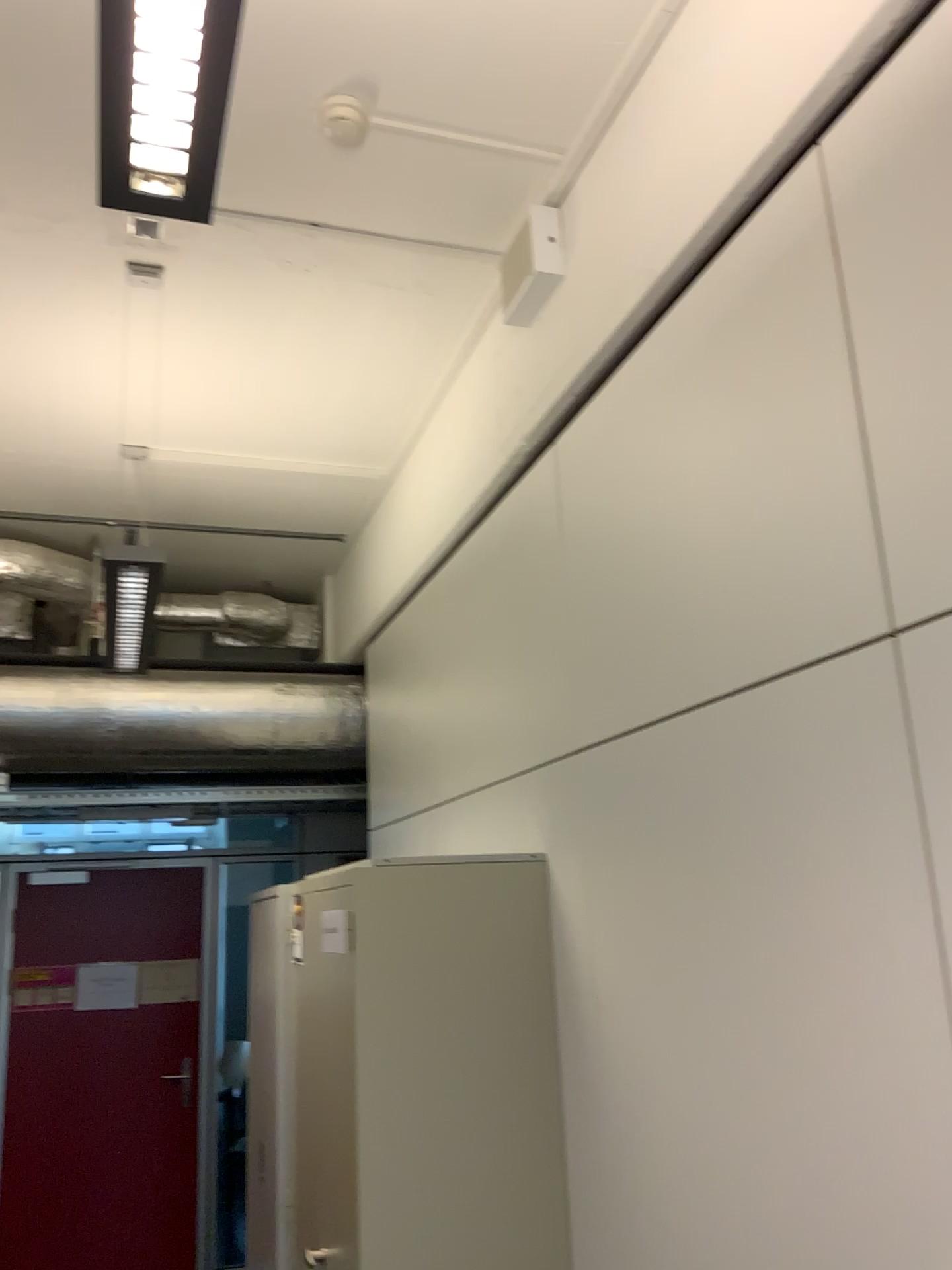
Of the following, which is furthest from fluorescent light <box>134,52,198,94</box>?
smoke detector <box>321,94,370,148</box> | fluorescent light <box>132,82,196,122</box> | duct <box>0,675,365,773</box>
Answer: duct <box>0,675,365,773</box>

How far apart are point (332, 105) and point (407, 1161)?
2.39m

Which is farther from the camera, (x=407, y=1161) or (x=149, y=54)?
(x=407, y=1161)

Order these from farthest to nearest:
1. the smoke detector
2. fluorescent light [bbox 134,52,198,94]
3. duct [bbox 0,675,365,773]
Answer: duct [bbox 0,675,365,773] < the smoke detector < fluorescent light [bbox 134,52,198,94]

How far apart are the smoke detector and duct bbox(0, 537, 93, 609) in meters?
2.8 m

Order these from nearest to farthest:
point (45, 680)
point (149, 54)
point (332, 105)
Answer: point (149, 54), point (332, 105), point (45, 680)

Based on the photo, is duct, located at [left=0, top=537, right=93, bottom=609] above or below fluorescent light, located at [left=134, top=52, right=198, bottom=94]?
above

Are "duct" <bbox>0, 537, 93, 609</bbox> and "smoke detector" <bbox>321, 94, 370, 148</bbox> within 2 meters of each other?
no

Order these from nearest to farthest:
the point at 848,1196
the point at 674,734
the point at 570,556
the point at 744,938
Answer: the point at 848,1196 < the point at 744,938 < the point at 674,734 < the point at 570,556

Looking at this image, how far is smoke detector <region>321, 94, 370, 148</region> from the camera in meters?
2.4
